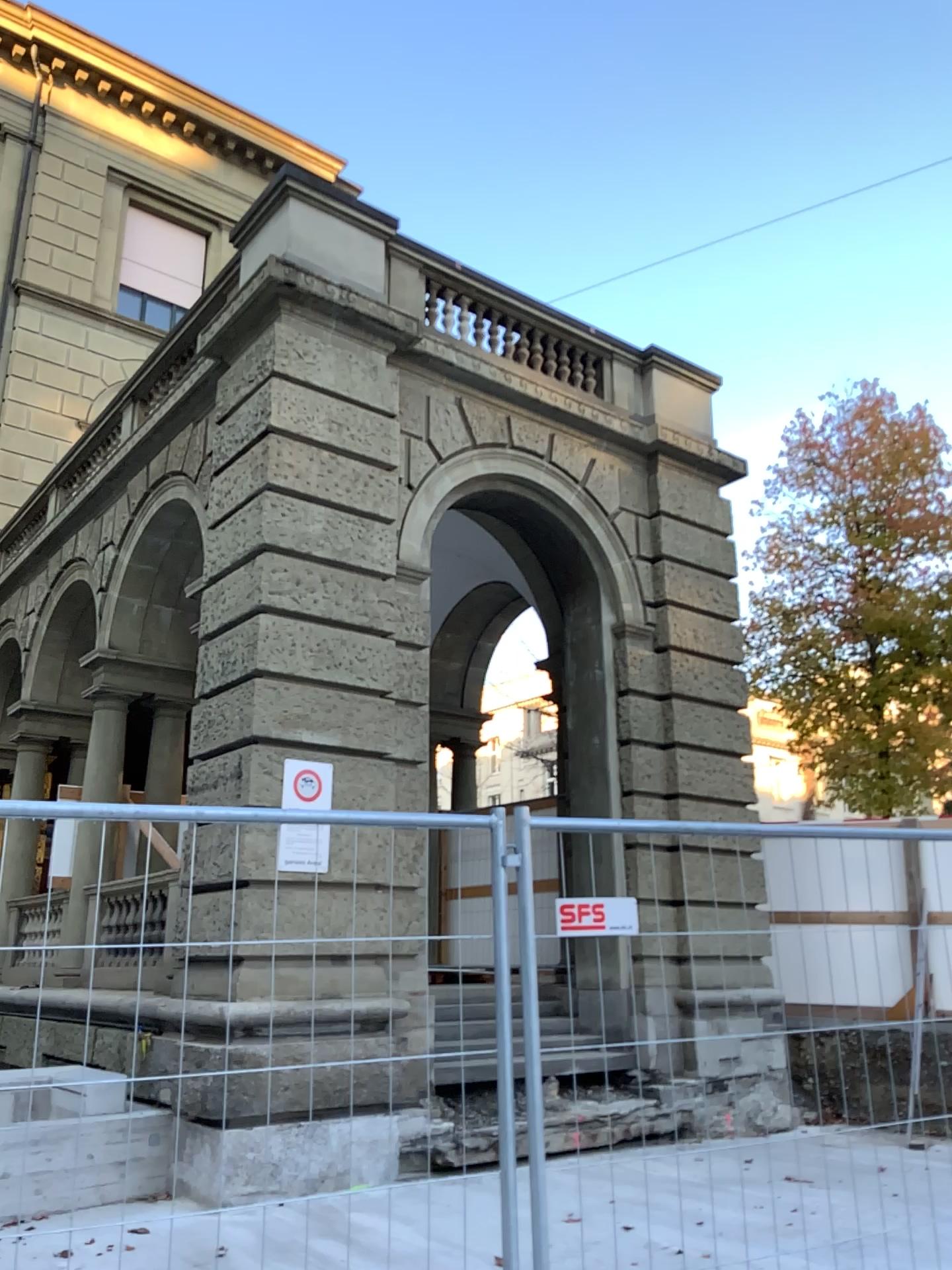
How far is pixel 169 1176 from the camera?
2.36m
